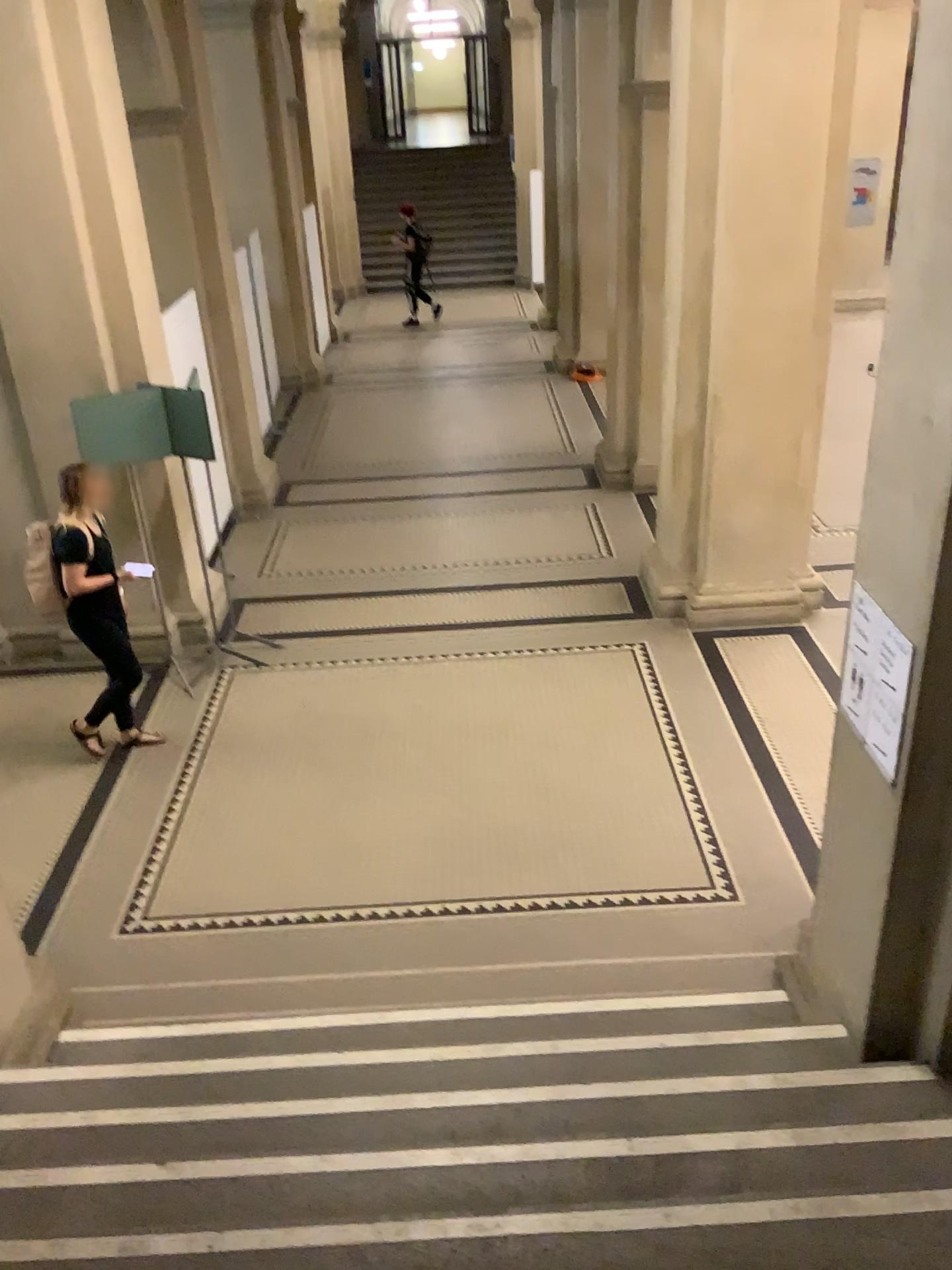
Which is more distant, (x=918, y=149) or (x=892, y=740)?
(x=892, y=740)

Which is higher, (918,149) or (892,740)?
(918,149)

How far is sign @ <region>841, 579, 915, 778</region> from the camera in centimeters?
298cm

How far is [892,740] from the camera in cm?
298

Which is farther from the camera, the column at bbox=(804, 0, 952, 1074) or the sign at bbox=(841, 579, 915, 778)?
A: the sign at bbox=(841, 579, 915, 778)

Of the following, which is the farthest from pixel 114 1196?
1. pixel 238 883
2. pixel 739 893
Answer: pixel 739 893
